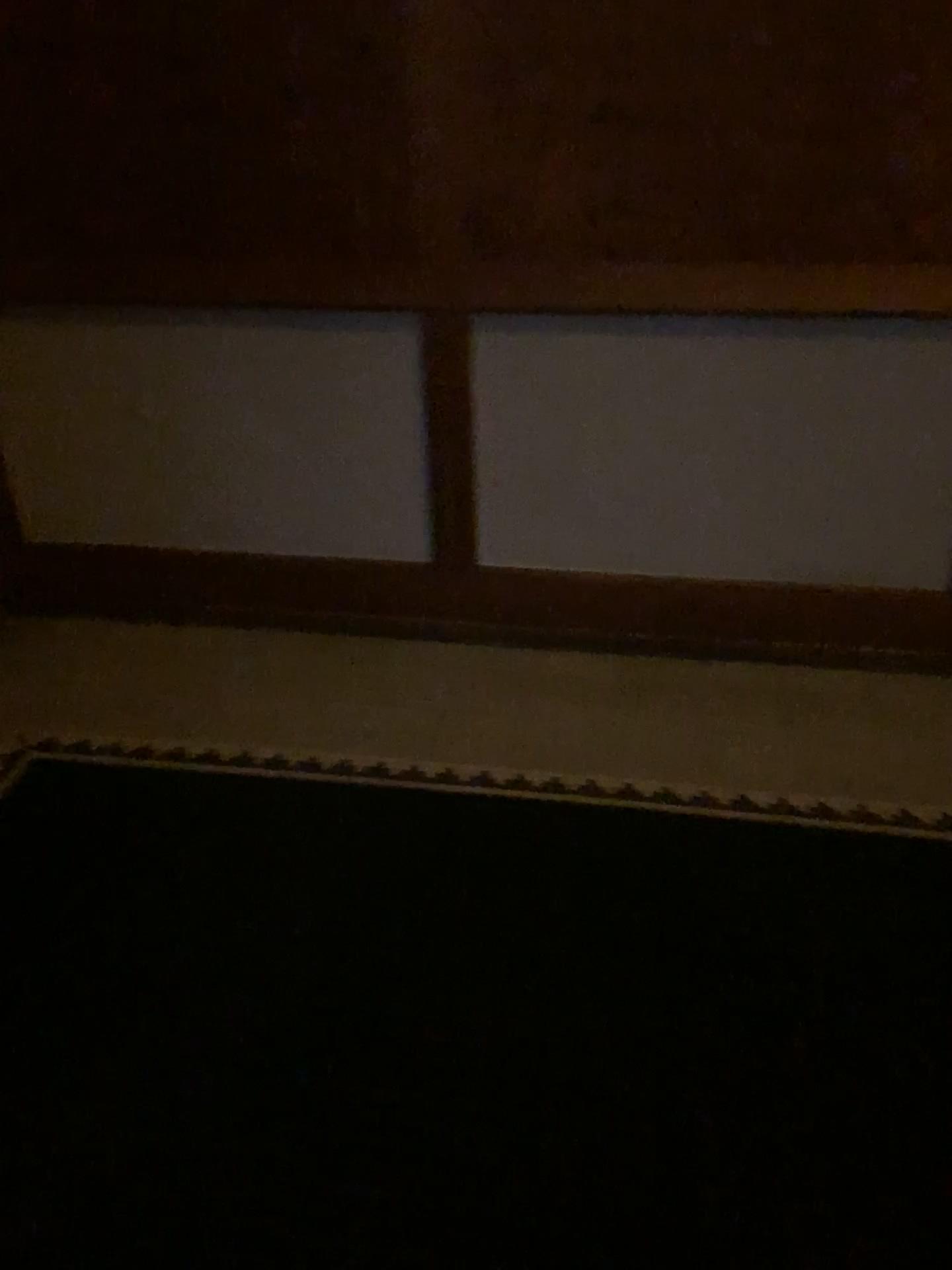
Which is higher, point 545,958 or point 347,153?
point 347,153
